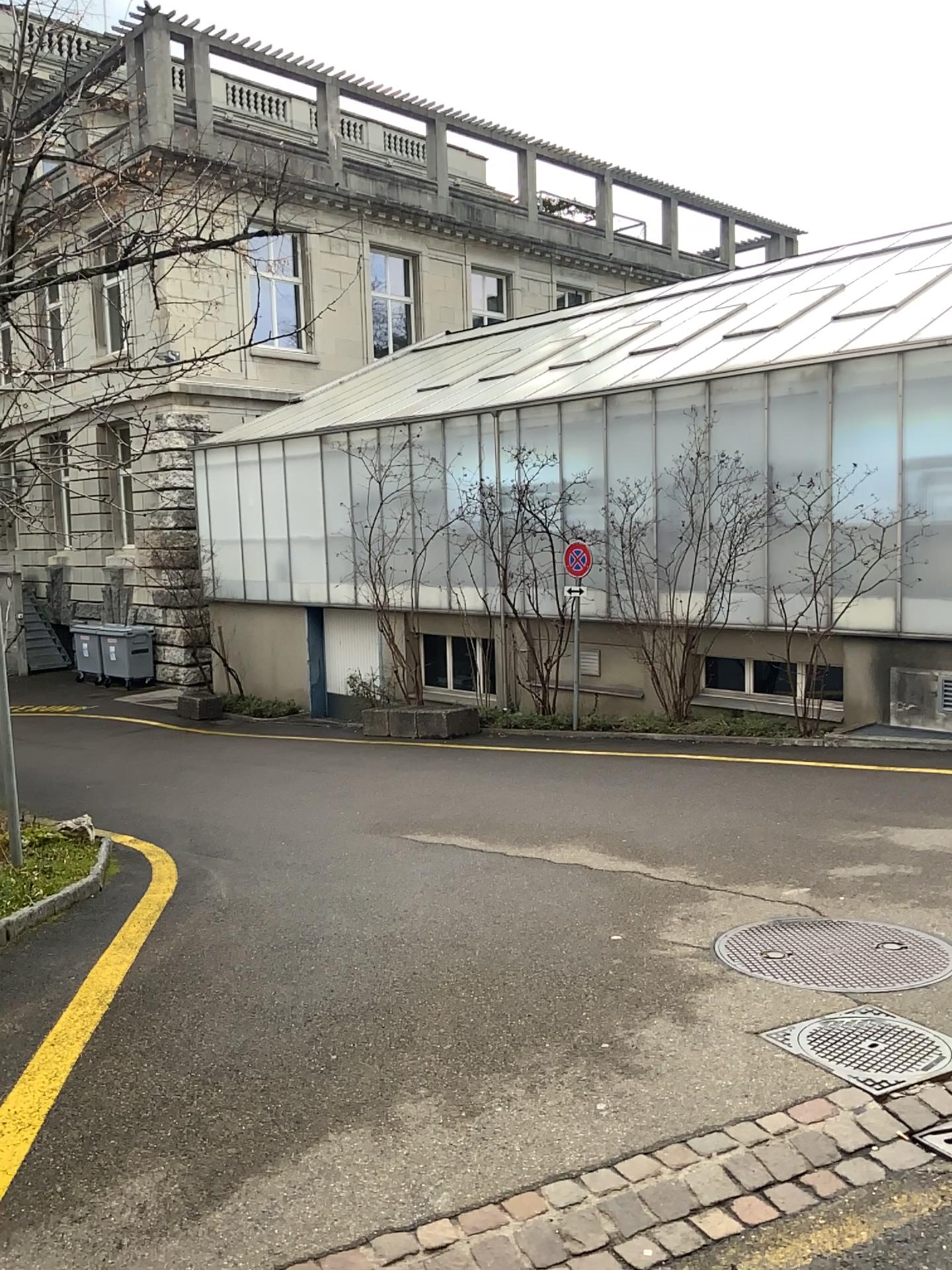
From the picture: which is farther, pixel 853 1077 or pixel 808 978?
pixel 808 978

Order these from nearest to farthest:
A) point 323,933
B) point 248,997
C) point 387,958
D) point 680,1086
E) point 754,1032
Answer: point 680,1086, point 754,1032, point 248,997, point 387,958, point 323,933

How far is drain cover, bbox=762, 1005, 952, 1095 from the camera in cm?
311

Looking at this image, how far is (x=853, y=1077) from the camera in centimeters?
311cm

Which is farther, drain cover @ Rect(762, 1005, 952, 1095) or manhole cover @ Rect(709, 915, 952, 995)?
manhole cover @ Rect(709, 915, 952, 995)
